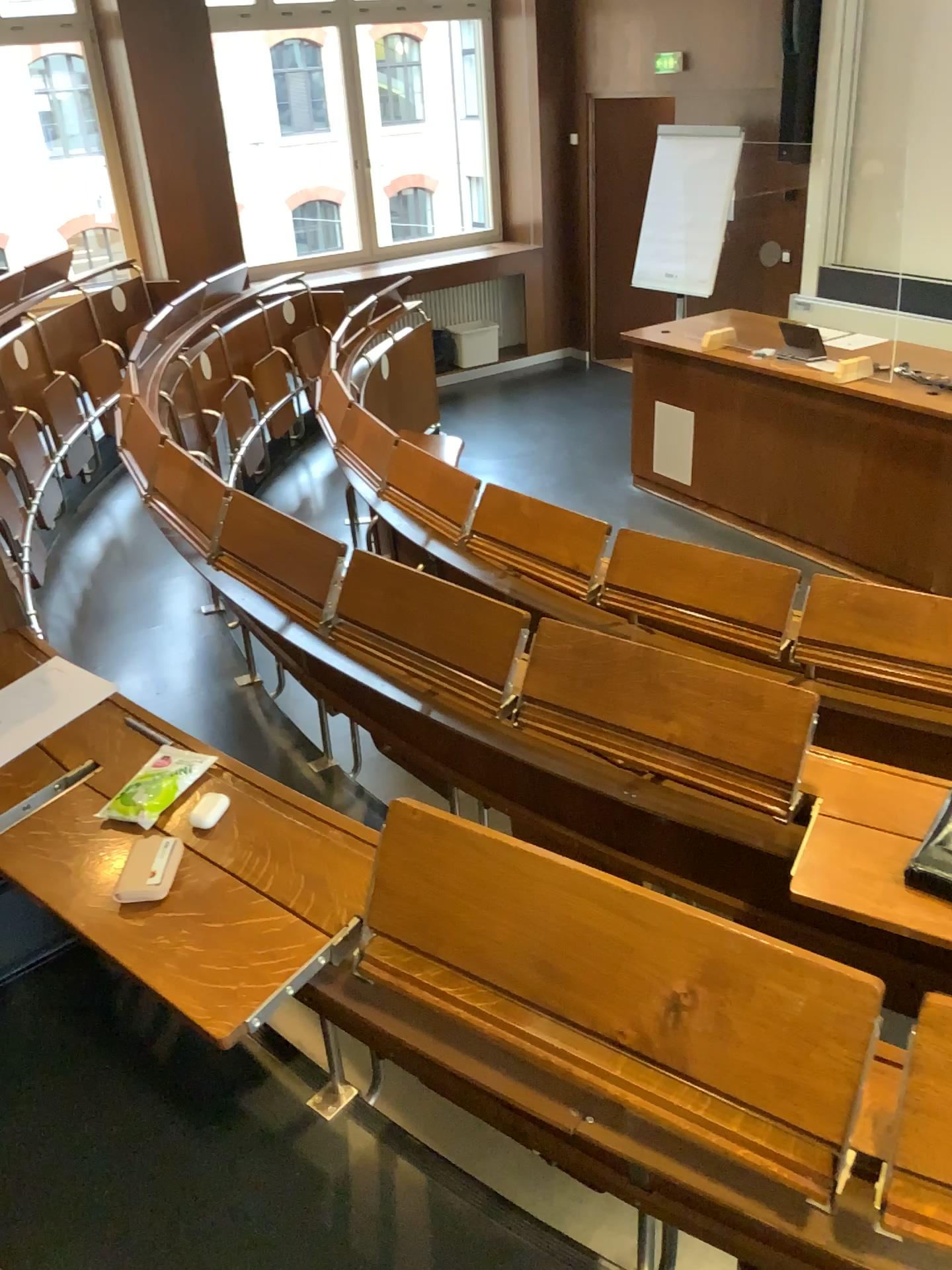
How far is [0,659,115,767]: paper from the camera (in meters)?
1.76

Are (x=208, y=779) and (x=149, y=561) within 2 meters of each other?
no

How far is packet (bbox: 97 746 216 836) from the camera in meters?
1.5

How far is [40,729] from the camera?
1.8m

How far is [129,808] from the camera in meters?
1.5 m

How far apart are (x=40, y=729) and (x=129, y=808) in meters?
0.3
